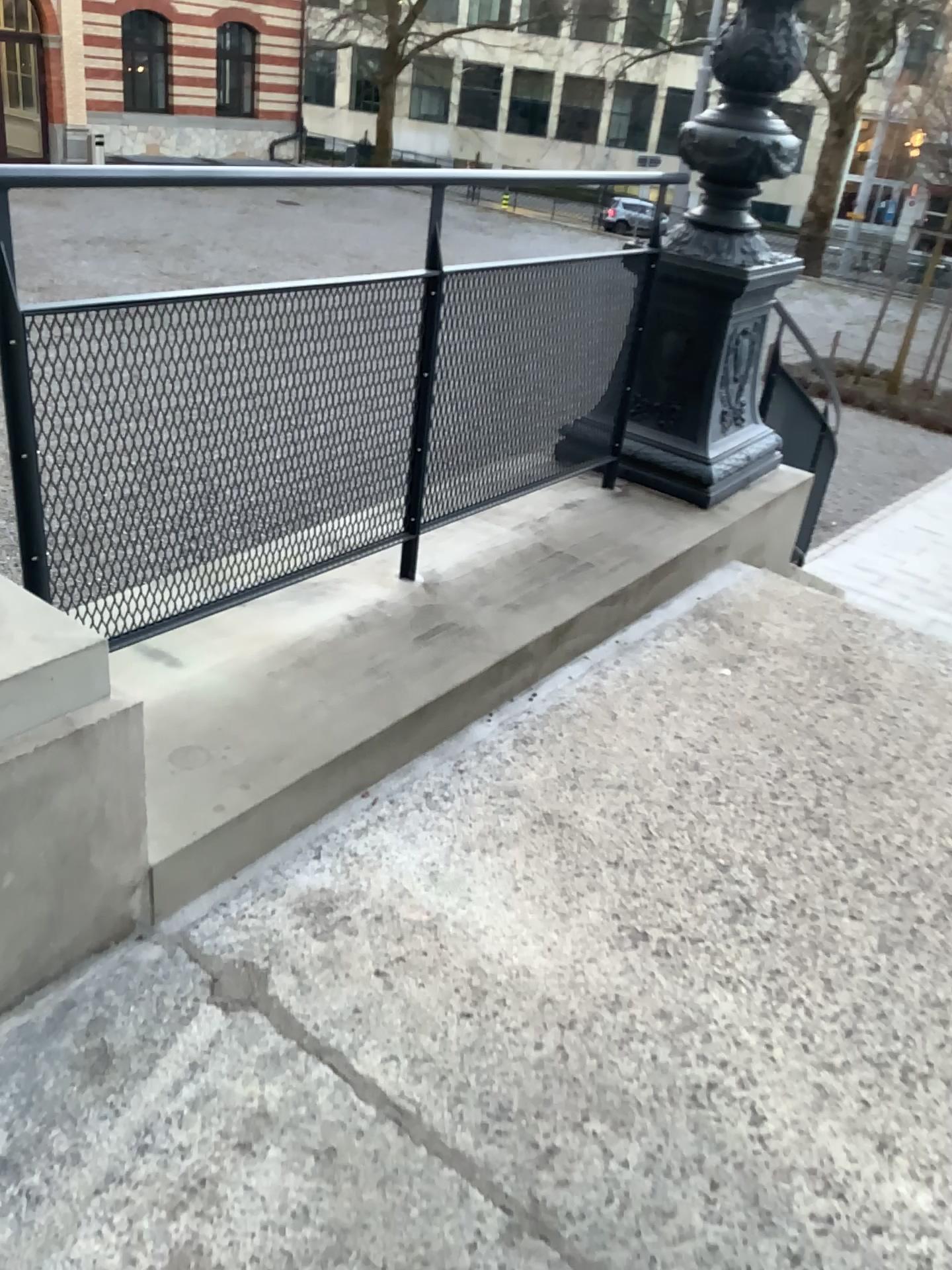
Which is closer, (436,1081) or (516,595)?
(436,1081)
